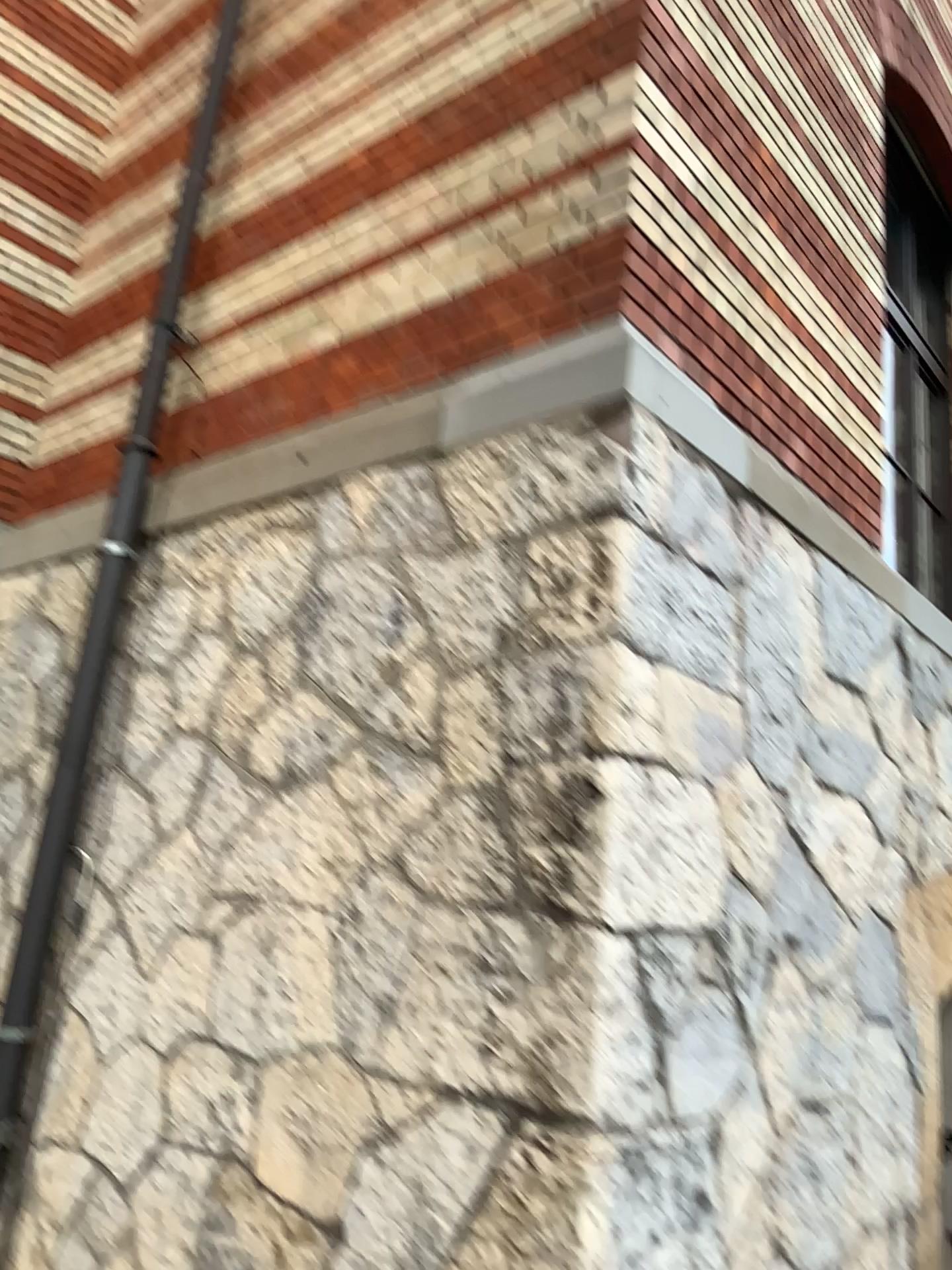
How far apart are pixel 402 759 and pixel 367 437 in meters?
1.0
